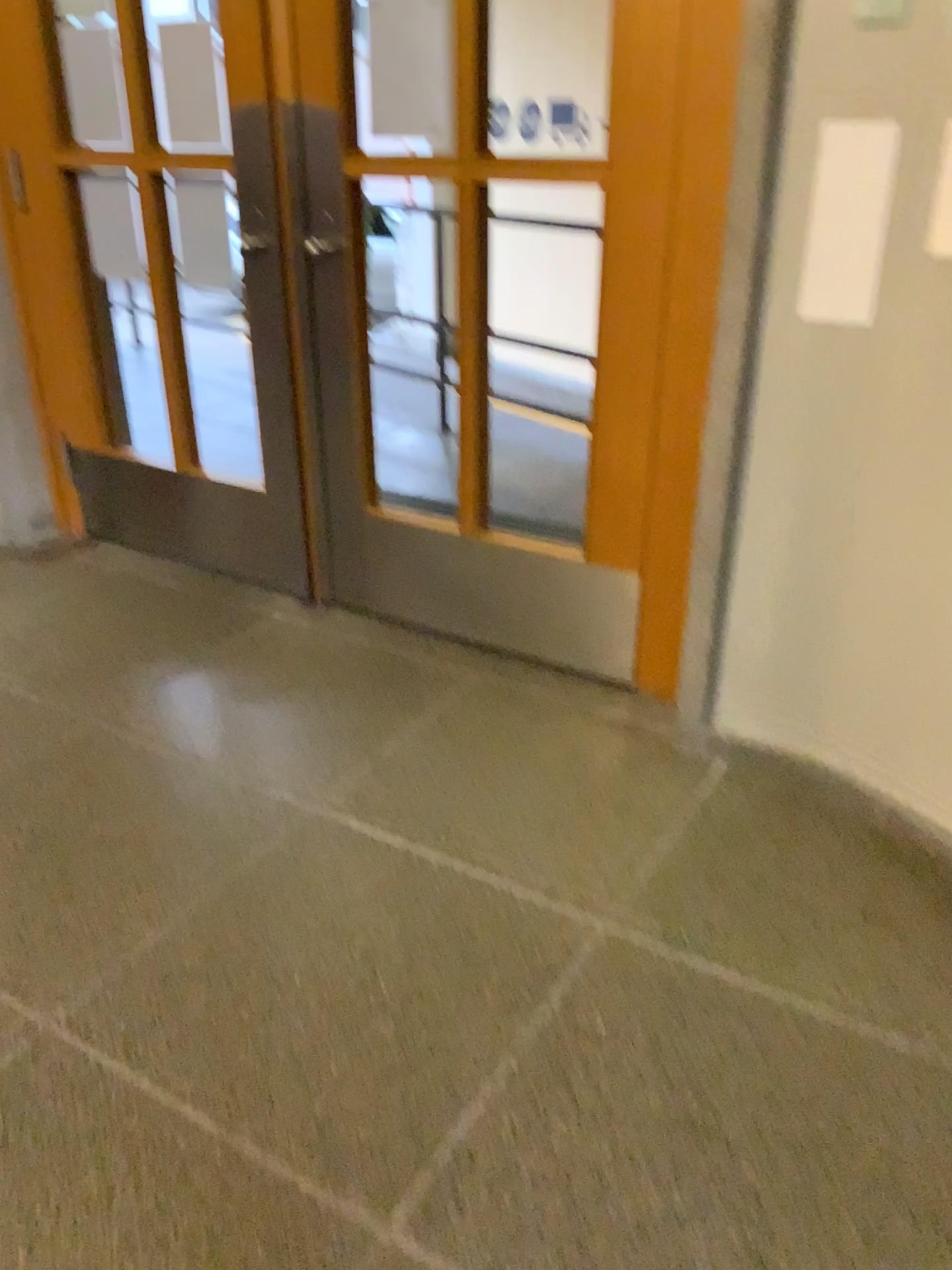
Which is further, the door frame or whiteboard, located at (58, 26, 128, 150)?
whiteboard, located at (58, 26, 128, 150)

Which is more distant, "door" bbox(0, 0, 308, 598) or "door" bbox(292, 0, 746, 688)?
"door" bbox(0, 0, 308, 598)

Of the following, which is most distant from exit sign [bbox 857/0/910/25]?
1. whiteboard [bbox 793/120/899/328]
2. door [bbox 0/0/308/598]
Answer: door [bbox 0/0/308/598]

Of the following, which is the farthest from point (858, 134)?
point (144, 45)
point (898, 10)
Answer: point (144, 45)

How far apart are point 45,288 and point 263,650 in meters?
1.4 m

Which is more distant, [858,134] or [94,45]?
[94,45]

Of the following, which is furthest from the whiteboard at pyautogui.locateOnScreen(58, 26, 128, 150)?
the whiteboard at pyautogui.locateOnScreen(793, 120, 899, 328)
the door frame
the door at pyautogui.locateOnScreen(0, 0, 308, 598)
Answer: the whiteboard at pyautogui.locateOnScreen(793, 120, 899, 328)

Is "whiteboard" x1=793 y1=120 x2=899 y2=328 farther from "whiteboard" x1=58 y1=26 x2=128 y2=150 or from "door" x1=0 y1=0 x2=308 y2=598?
"whiteboard" x1=58 y1=26 x2=128 y2=150

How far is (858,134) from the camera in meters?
1.8 m

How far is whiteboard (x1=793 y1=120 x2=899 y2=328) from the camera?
1.8m
